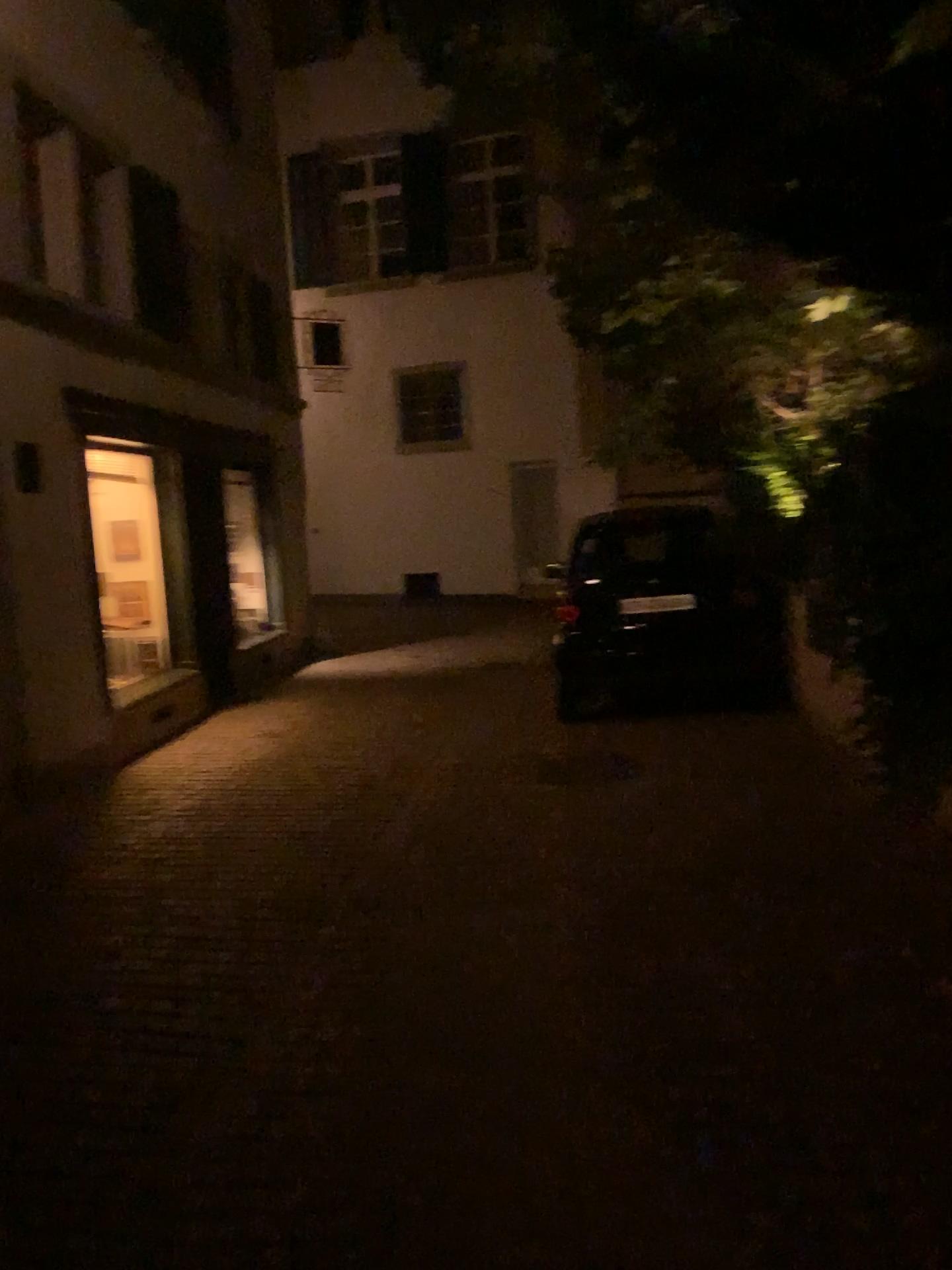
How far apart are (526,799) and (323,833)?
1.12m
